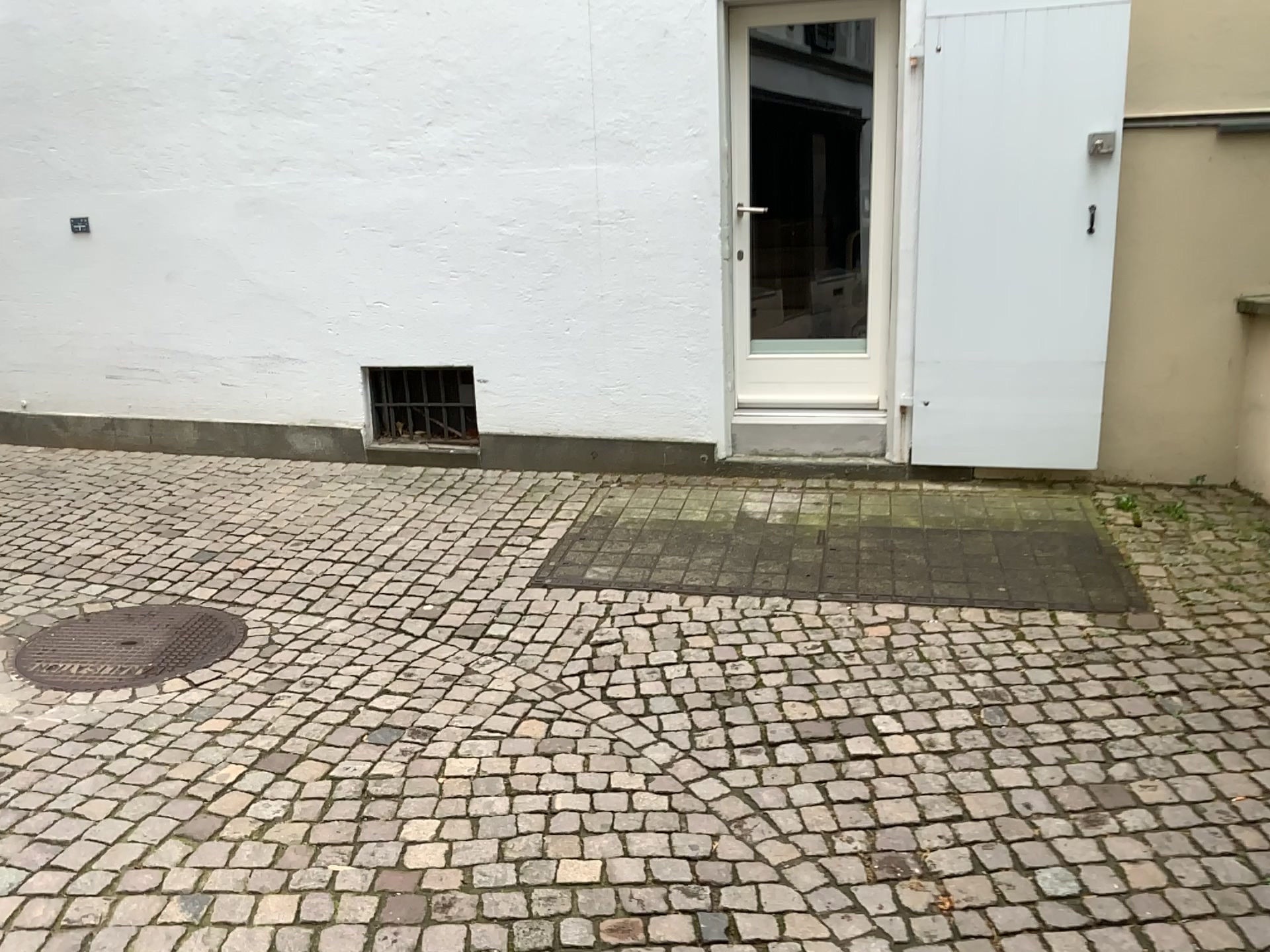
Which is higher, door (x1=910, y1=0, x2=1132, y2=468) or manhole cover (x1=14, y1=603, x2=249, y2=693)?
door (x1=910, y1=0, x2=1132, y2=468)

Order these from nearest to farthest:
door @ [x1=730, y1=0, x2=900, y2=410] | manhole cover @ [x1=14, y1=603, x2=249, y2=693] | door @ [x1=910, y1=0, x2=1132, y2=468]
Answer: manhole cover @ [x1=14, y1=603, x2=249, y2=693] → door @ [x1=910, y1=0, x2=1132, y2=468] → door @ [x1=730, y1=0, x2=900, y2=410]

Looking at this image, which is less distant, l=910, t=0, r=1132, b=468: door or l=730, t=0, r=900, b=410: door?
l=910, t=0, r=1132, b=468: door

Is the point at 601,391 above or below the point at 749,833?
above

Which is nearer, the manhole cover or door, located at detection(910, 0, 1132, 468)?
the manhole cover

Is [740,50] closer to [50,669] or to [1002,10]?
[1002,10]

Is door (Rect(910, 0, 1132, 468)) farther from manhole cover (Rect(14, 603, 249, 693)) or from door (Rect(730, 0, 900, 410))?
manhole cover (Rect(14, 603, 249, 693))

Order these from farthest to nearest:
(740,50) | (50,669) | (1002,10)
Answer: (740,50), (1002,10), (50,669)

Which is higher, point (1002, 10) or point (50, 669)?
point (1002, 10)

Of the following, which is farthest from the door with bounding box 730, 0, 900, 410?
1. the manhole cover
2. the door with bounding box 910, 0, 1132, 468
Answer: the manhole cover
